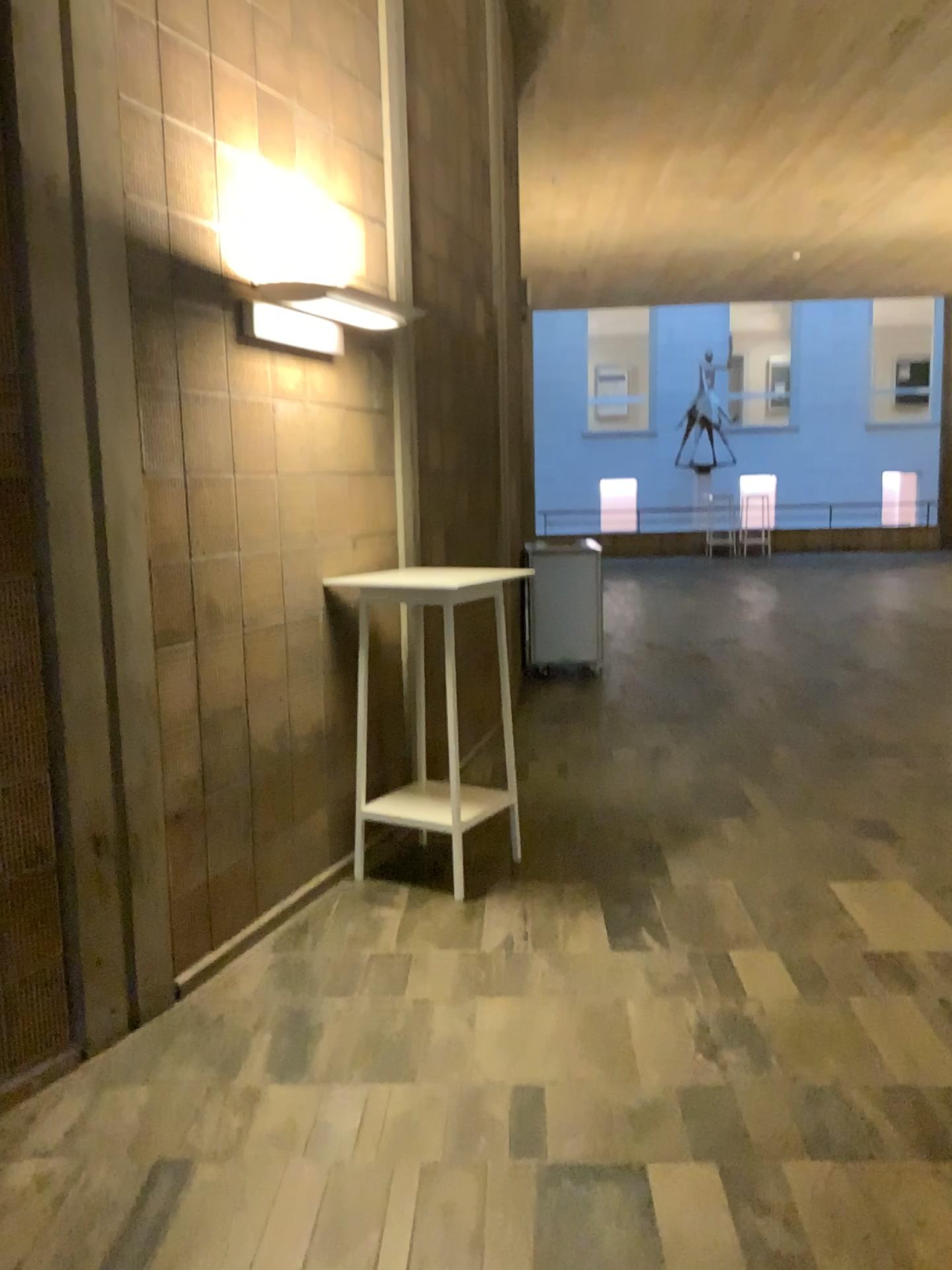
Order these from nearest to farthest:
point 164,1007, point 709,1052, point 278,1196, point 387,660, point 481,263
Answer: point 278,1196
point 709,1052
point 164,1007
point 387,660
point 481,263
